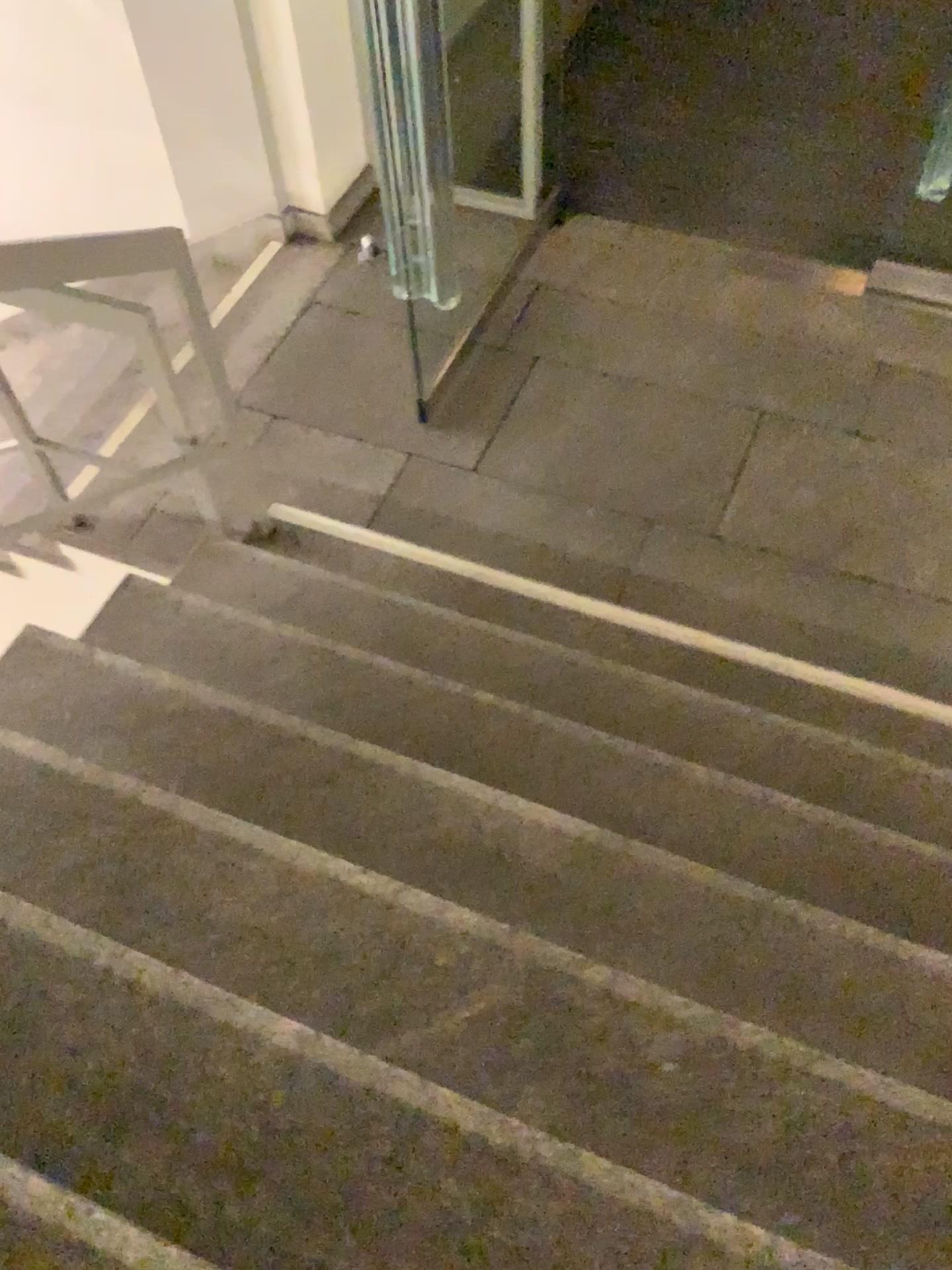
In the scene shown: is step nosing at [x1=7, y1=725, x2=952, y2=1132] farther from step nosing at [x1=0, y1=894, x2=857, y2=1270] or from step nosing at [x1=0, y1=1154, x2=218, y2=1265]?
step nosing at [x1=0, y1=1154, x2=218, y2=1265]

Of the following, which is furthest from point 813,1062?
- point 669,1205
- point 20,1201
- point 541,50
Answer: point 541,50

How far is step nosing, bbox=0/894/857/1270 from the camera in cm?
128

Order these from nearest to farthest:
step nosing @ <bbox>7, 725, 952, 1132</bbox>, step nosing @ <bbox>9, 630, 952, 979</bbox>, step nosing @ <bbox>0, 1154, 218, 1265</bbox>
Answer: step nosing @ <bbox>0, 1154, 218, 1265</bbox> → step nosing @ <bbox>7, 725, 952, 1132</bbox> → step nosing @ <bbox>9, 630, 952, 979</bbox>

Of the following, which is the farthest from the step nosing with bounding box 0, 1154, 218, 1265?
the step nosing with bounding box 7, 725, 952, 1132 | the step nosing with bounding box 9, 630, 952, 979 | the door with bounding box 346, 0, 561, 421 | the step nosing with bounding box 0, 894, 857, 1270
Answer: the door with bounding box 346, 0, 561, 421

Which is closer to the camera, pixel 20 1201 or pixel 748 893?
pixel 20 1201

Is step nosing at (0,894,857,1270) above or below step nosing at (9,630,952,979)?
above

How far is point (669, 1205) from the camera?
1.28m

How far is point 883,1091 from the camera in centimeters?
151cm

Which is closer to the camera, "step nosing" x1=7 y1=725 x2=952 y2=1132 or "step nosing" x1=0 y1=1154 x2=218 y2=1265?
"step nosing" x1=0 y1=1154 x2=218 y2=1265
